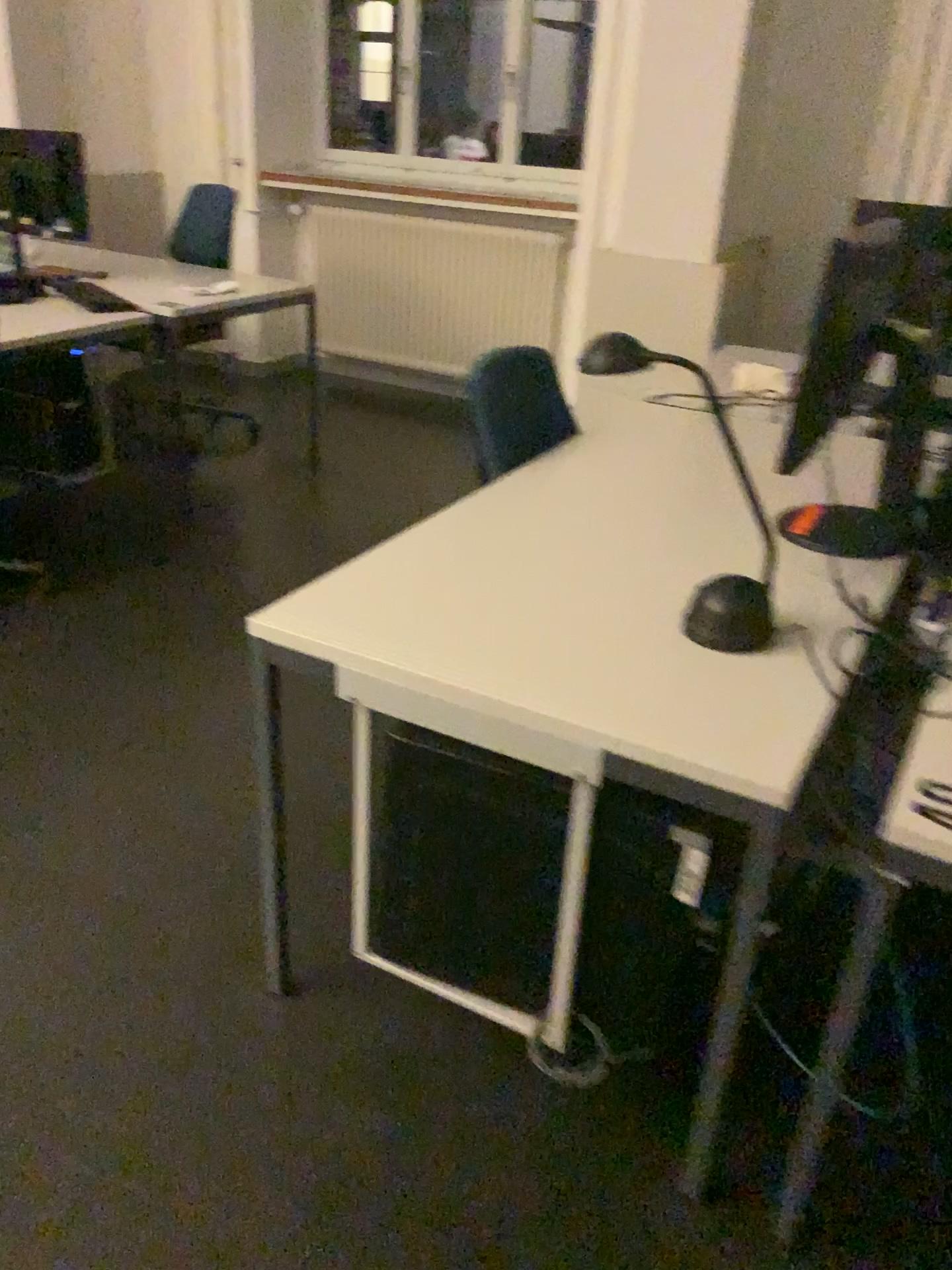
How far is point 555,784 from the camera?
1.43m

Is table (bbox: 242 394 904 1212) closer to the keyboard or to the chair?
the chair

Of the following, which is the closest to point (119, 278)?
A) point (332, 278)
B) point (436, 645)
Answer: point (332, 278)

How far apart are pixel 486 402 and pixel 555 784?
1.2m

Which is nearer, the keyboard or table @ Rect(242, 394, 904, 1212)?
table @ Rect(242, 394, 904, 1212)

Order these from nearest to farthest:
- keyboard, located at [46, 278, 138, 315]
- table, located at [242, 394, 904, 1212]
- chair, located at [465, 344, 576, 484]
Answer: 1. table, located at [242, 394, 904, 1212]
2. chair, located at [465, 344, 576, 484]
3. keyboard, located at [46, 278, 138, 315]

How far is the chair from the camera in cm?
235

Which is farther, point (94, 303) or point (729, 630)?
point (94, 303)

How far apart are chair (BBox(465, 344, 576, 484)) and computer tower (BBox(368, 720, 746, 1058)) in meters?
1.0

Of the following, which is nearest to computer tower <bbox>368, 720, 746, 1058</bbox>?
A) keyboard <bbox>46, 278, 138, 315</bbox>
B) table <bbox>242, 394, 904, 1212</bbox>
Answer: table <bbox>242, 394, 904, 1212</bbox>
